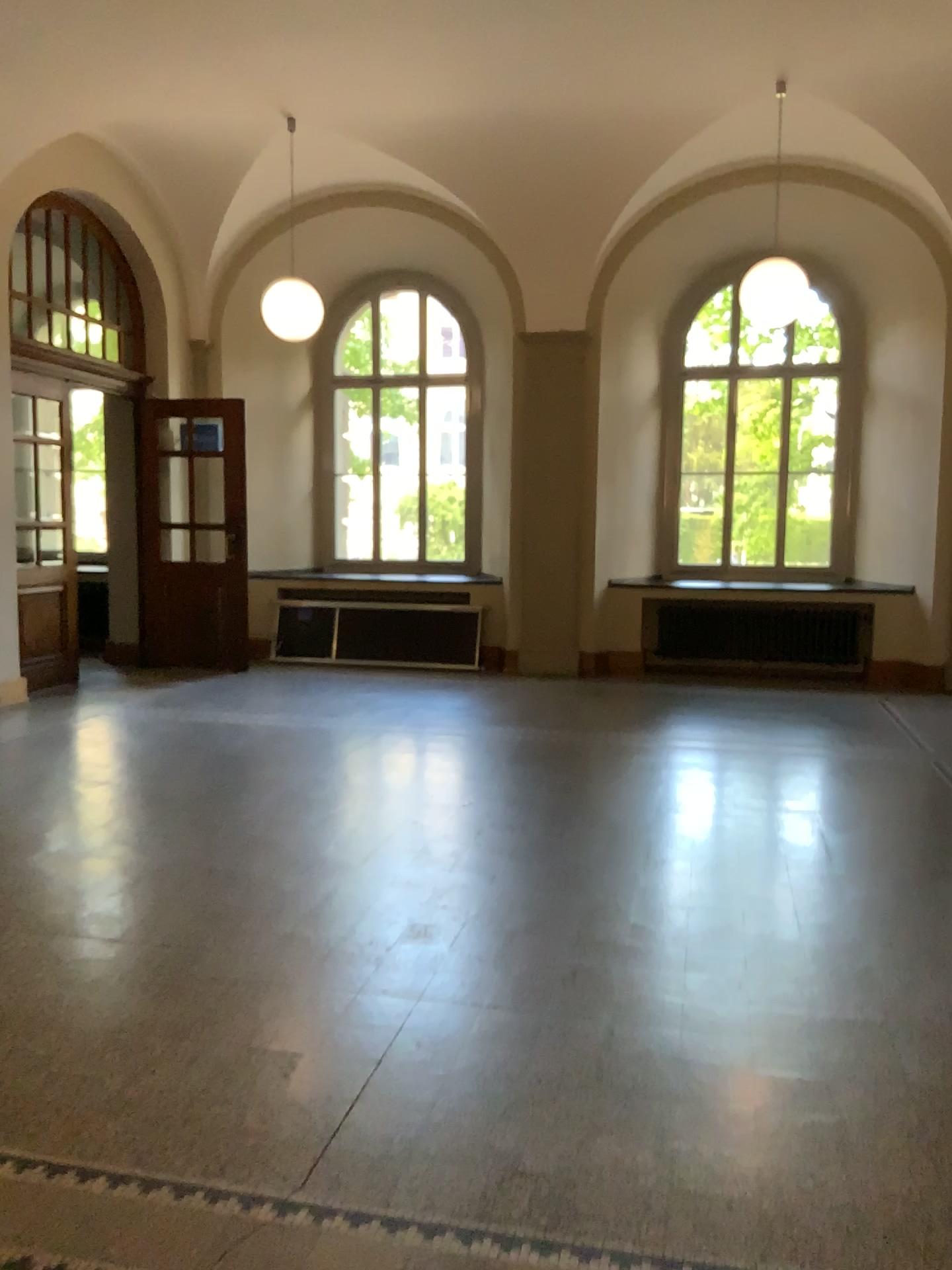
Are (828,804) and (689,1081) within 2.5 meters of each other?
no
